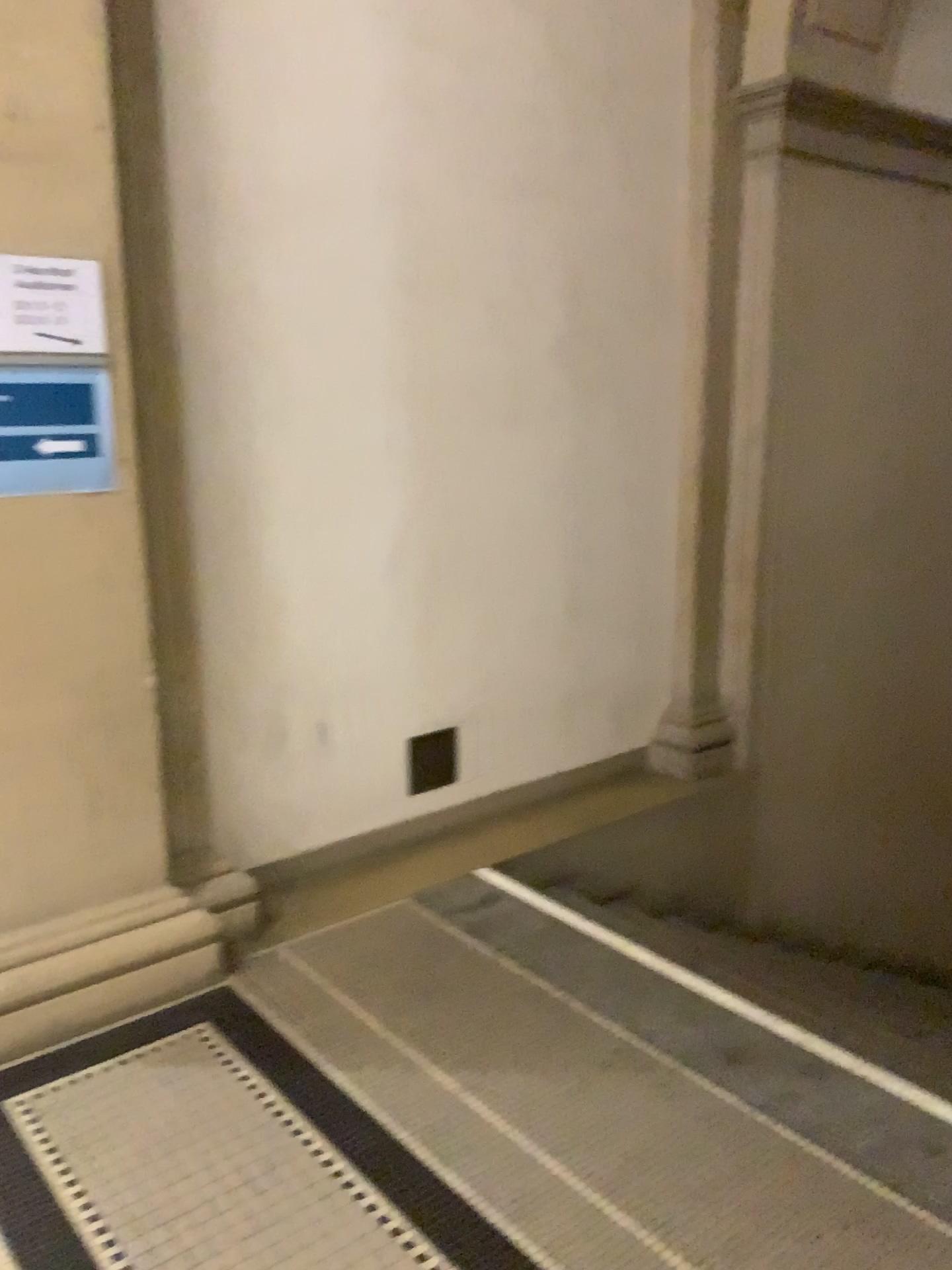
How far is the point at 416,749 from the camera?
3.64m

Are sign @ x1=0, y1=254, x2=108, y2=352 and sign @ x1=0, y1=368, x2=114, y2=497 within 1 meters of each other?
yes

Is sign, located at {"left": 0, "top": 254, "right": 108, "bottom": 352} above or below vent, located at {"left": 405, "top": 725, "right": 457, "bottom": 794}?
above

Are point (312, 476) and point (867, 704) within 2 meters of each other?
no

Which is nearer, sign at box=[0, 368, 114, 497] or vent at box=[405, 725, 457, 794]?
sign at box=[0, 368, 114, 497]

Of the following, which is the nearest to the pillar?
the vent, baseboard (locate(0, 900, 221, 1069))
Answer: baseboard (locate(0, 900, 221, 1069))

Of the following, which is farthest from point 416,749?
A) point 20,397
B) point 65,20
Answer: point 65,20

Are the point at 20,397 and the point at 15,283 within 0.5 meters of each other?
yes

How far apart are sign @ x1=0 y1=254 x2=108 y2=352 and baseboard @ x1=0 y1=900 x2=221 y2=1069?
1.4 meters

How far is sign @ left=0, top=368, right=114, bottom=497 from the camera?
2.4 meters
